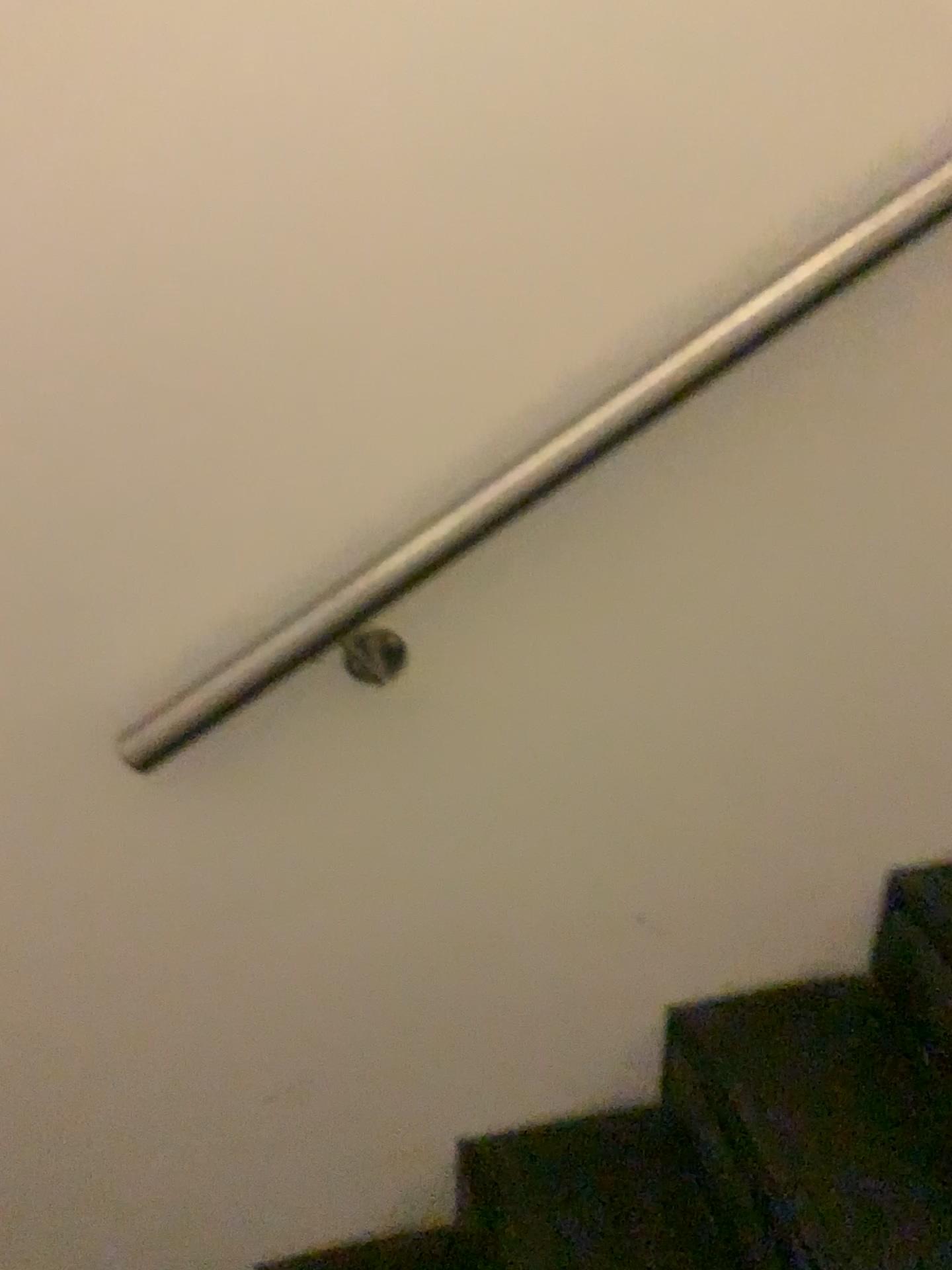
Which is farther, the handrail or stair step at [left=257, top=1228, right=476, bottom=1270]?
stair step at [left=257, top=1228, right=476, bottom=1270]

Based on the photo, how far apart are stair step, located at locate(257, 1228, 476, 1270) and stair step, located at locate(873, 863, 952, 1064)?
0.6 meters

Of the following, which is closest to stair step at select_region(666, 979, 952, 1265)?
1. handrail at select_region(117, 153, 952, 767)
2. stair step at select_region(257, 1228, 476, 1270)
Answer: stair step at select_region(257, 1228, 476, 1270)

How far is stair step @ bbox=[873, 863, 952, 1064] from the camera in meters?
1.3 m

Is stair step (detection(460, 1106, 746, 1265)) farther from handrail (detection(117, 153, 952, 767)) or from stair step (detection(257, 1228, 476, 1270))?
handrail (detection(117, 153, 952, 767))

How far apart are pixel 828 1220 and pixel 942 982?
0.3m

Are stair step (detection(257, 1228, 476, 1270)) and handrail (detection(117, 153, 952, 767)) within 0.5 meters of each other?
no

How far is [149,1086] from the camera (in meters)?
1.20

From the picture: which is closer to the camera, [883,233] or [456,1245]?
[883,233]

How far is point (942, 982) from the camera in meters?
1.3
